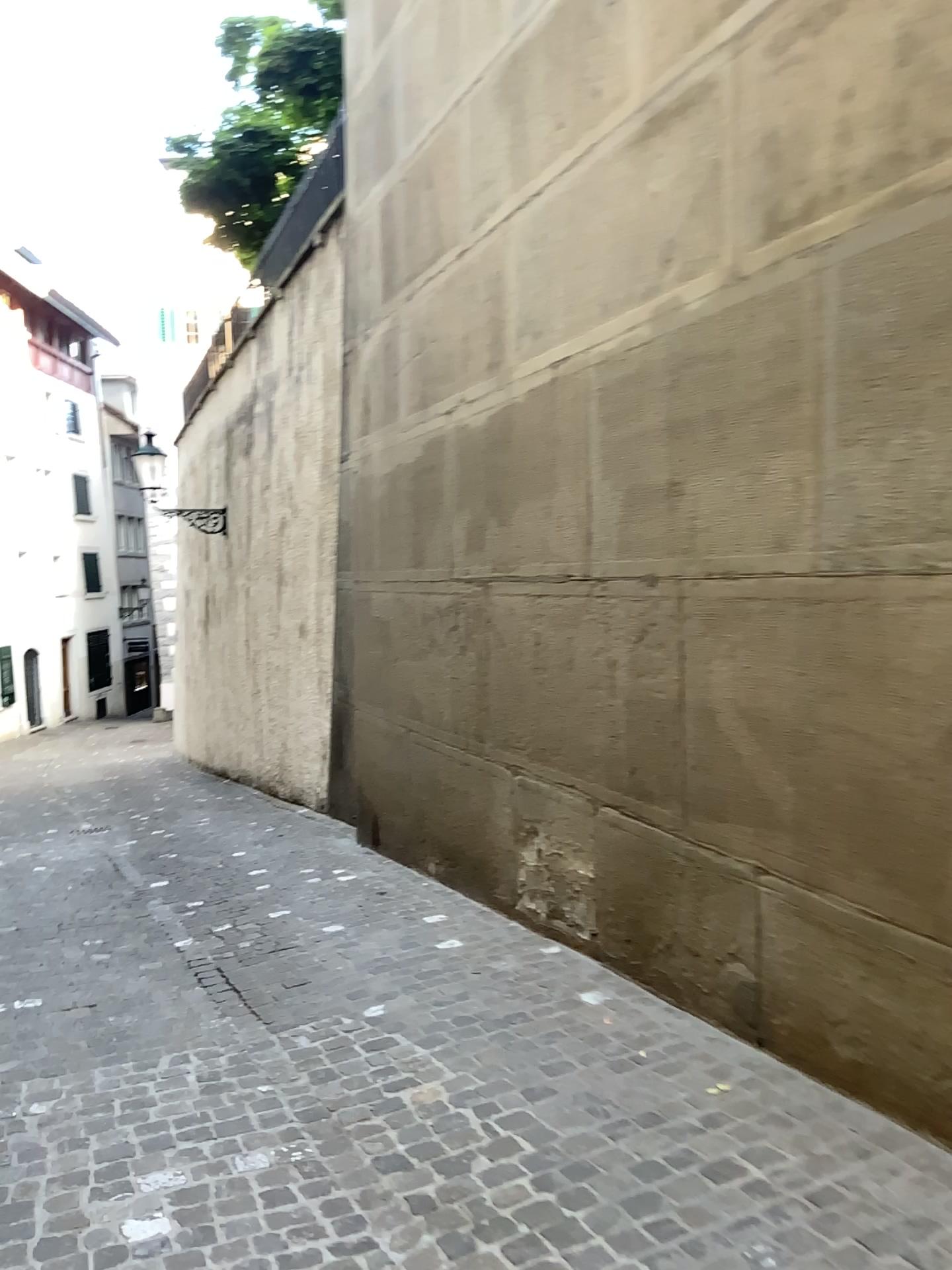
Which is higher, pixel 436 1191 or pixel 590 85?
pixel 590 85
